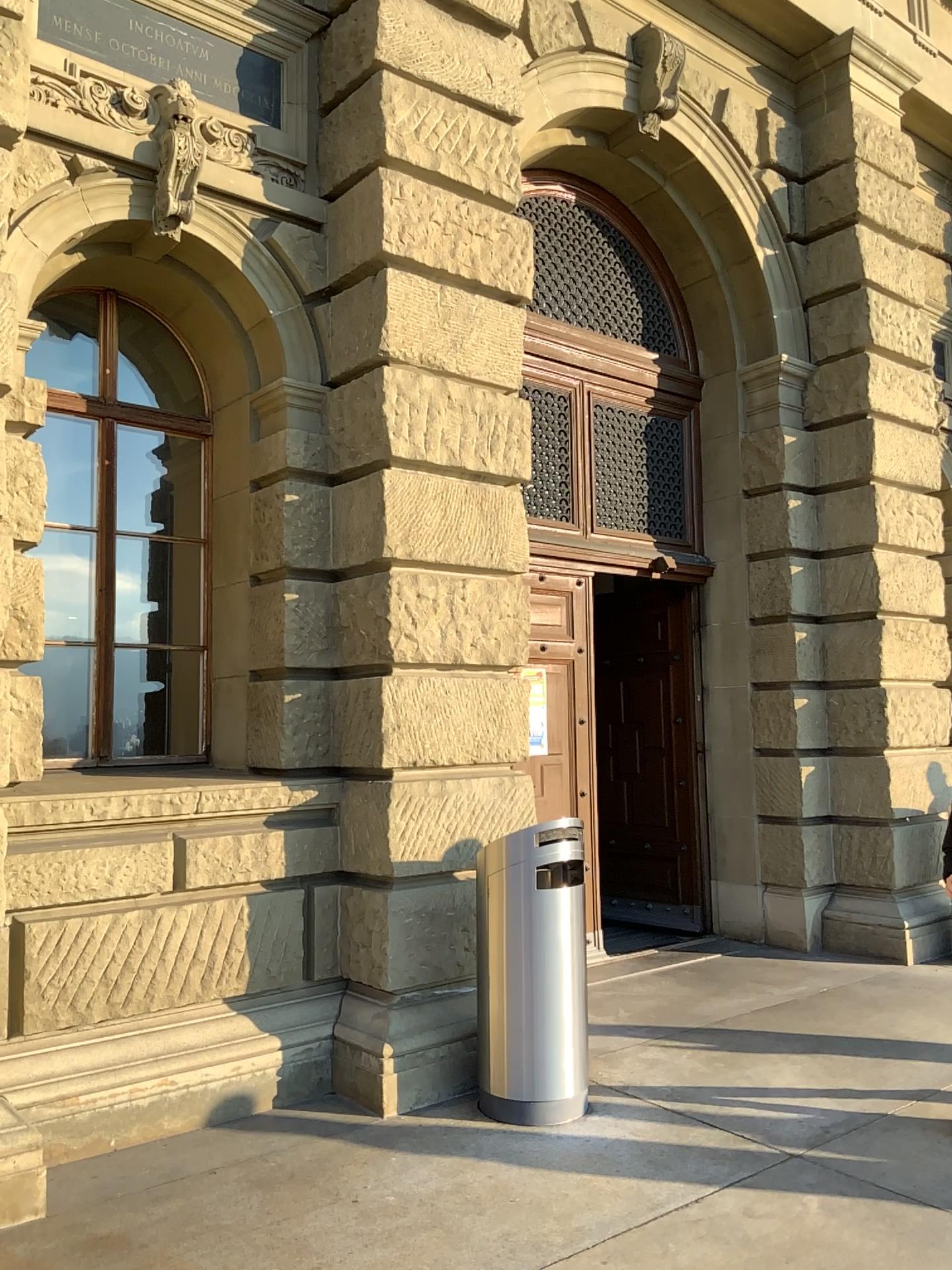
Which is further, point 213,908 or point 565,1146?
point 213,908
